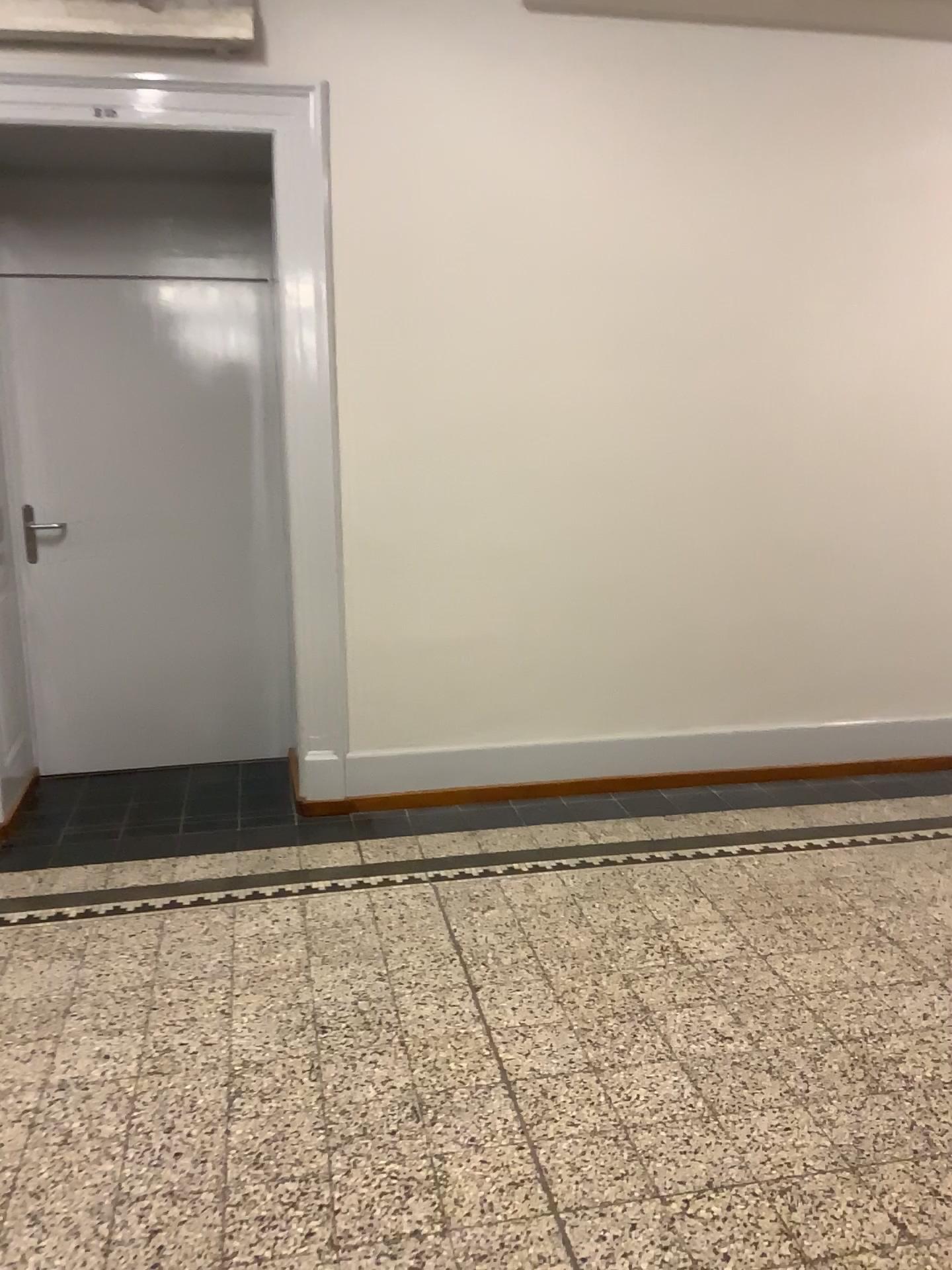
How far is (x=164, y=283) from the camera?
4.1m

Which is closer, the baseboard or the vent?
the vent

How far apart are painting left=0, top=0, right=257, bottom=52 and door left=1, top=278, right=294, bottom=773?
0.9m

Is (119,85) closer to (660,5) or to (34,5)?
(34,5)

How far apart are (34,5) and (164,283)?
1.0 meters

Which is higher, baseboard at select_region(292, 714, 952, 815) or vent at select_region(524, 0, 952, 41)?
vent at select_region(524, 0, 952, 41)

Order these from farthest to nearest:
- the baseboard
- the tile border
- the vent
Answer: the baseboard, the vent, the tile border

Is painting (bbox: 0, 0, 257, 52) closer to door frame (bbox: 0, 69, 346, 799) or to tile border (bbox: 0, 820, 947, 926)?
door frame (bbox: 0, 69, 346, 799)

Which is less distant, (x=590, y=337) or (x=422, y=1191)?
(x=422, y=1191)

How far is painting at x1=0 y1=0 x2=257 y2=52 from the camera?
3.24m
